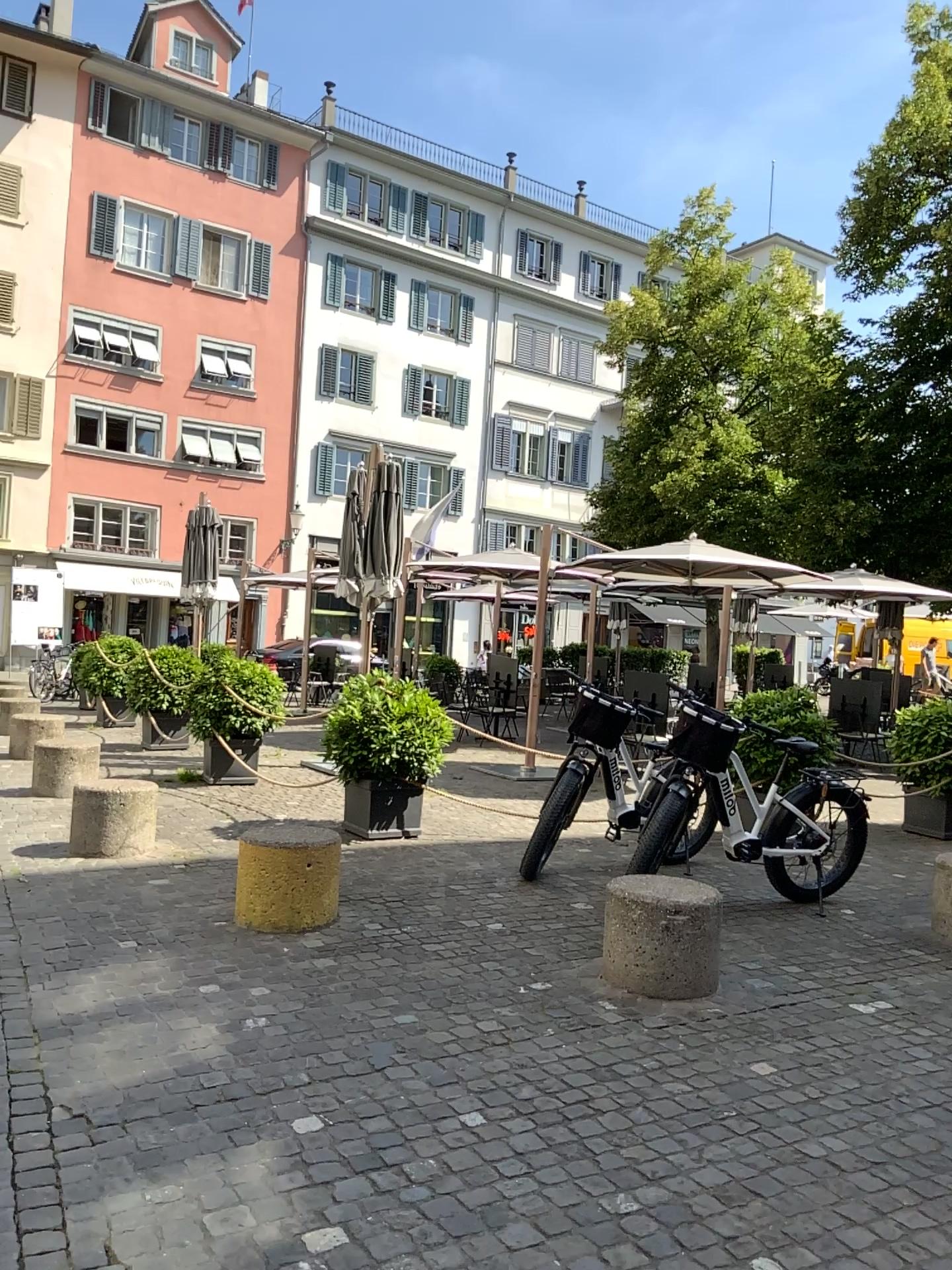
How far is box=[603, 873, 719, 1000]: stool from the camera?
4.3 meters

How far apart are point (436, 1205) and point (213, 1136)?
0.7m

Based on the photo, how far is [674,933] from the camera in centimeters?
431cm
